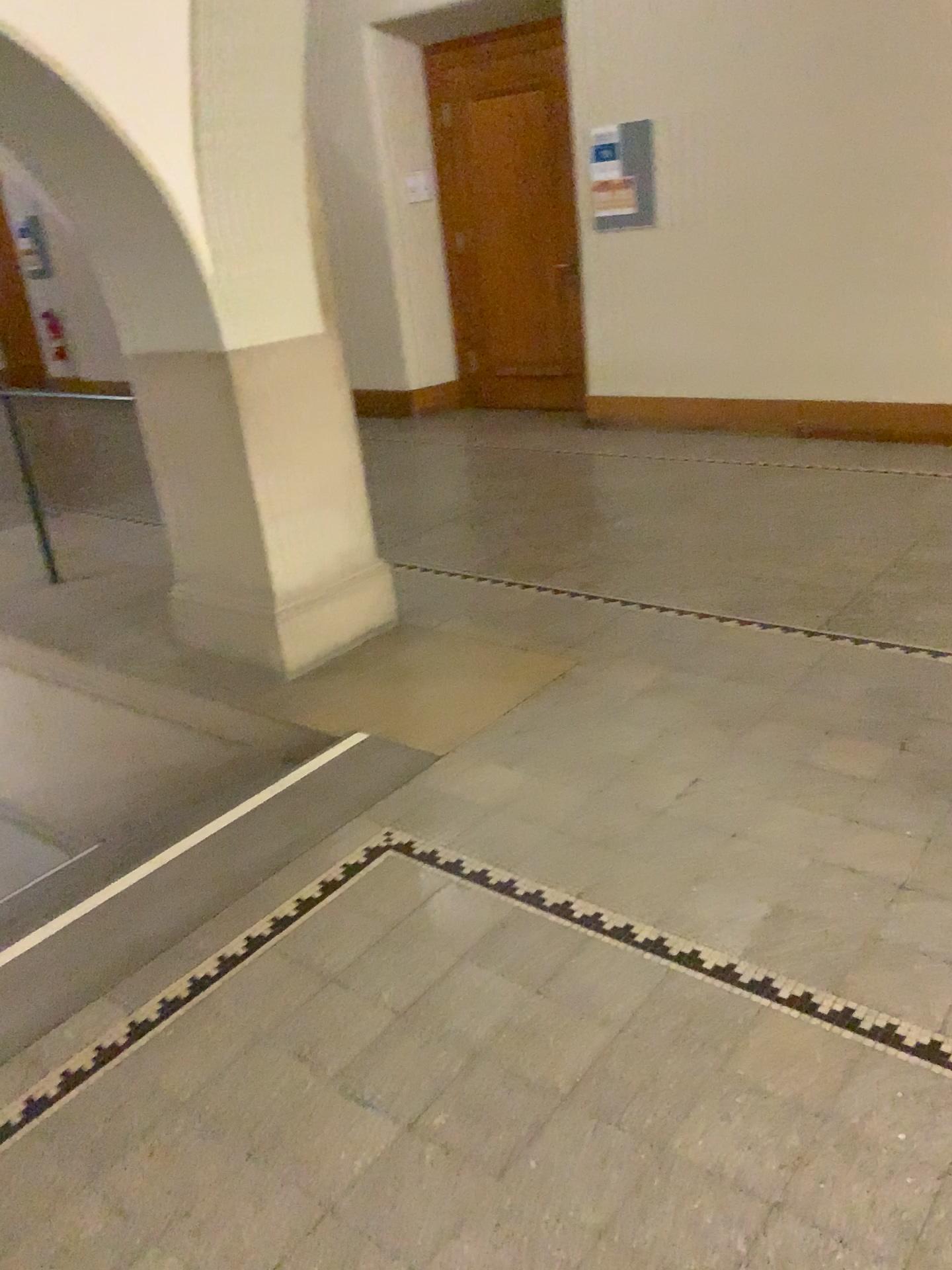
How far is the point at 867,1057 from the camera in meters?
1.9
